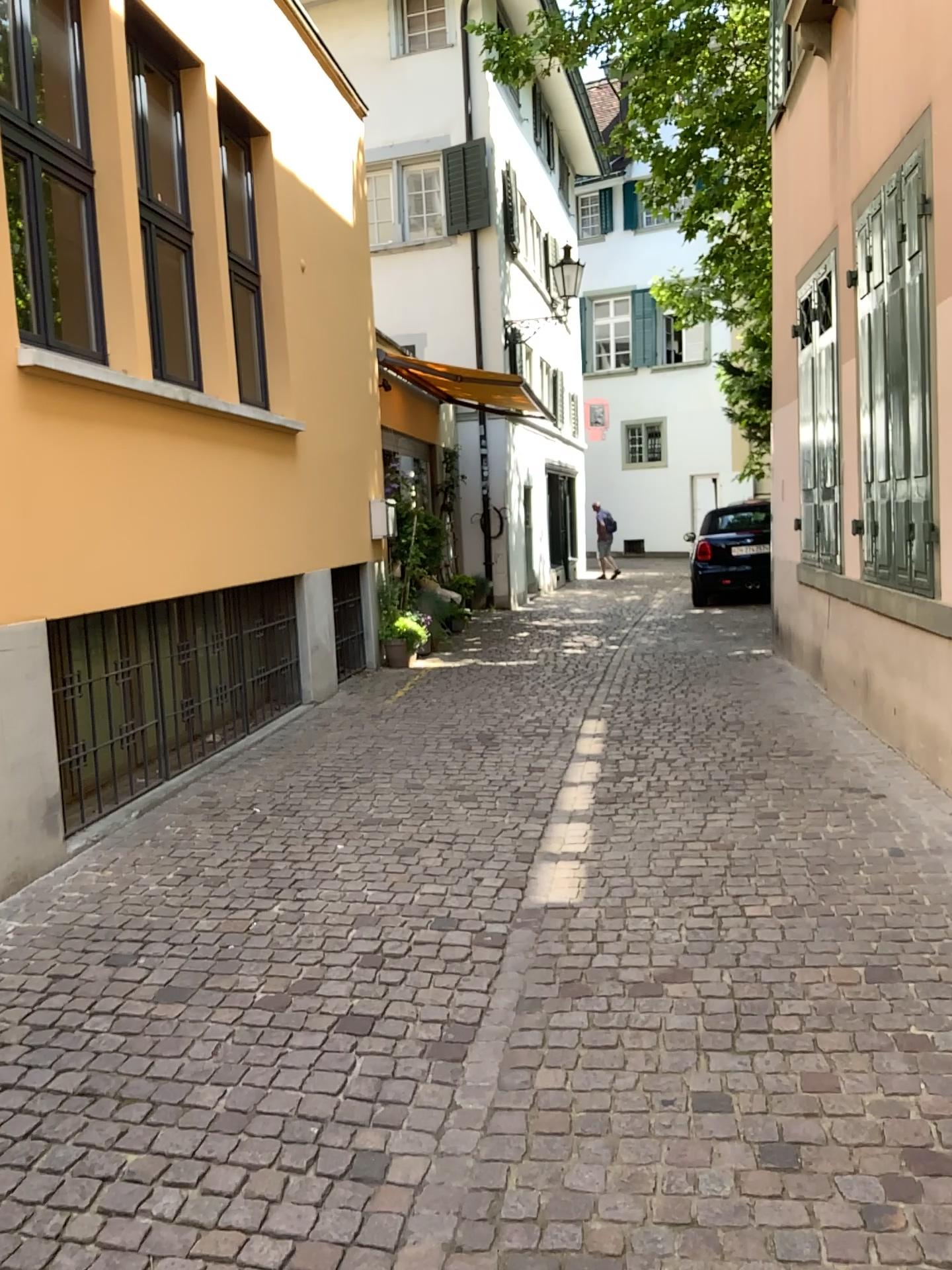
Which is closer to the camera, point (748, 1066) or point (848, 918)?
point (748, 1066)
